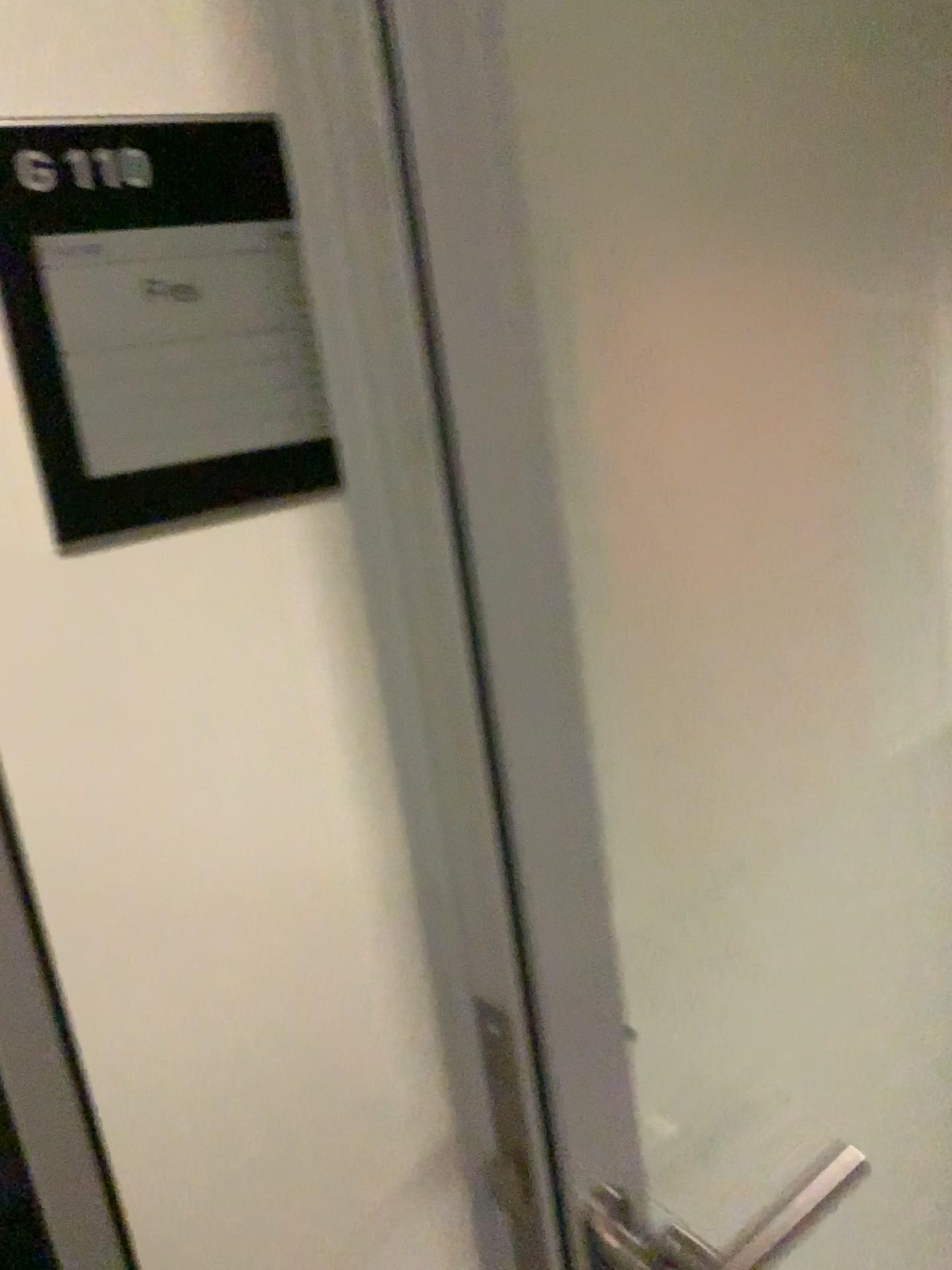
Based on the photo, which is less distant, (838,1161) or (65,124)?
(65,124)

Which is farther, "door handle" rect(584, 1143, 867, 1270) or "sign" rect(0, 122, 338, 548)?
"door handle" rect(584, 1143, 867, 1270)

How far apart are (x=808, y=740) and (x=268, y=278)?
0.6 meters

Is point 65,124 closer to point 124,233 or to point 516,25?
point 124,233

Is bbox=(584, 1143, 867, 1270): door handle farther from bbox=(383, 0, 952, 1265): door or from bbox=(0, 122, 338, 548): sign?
bbox=(0, 122, 338, 548): sign

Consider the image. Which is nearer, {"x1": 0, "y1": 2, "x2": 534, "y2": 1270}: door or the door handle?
{"x1": 0, "y1": 2, "x2": 534, "y2": 1270}: door

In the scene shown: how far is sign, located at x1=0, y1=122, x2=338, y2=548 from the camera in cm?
55

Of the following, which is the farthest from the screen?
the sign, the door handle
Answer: the door handle

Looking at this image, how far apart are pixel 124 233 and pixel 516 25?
0.3 meters

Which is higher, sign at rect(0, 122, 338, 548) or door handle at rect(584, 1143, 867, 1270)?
sign at rect(0, 122, 338, 548)
